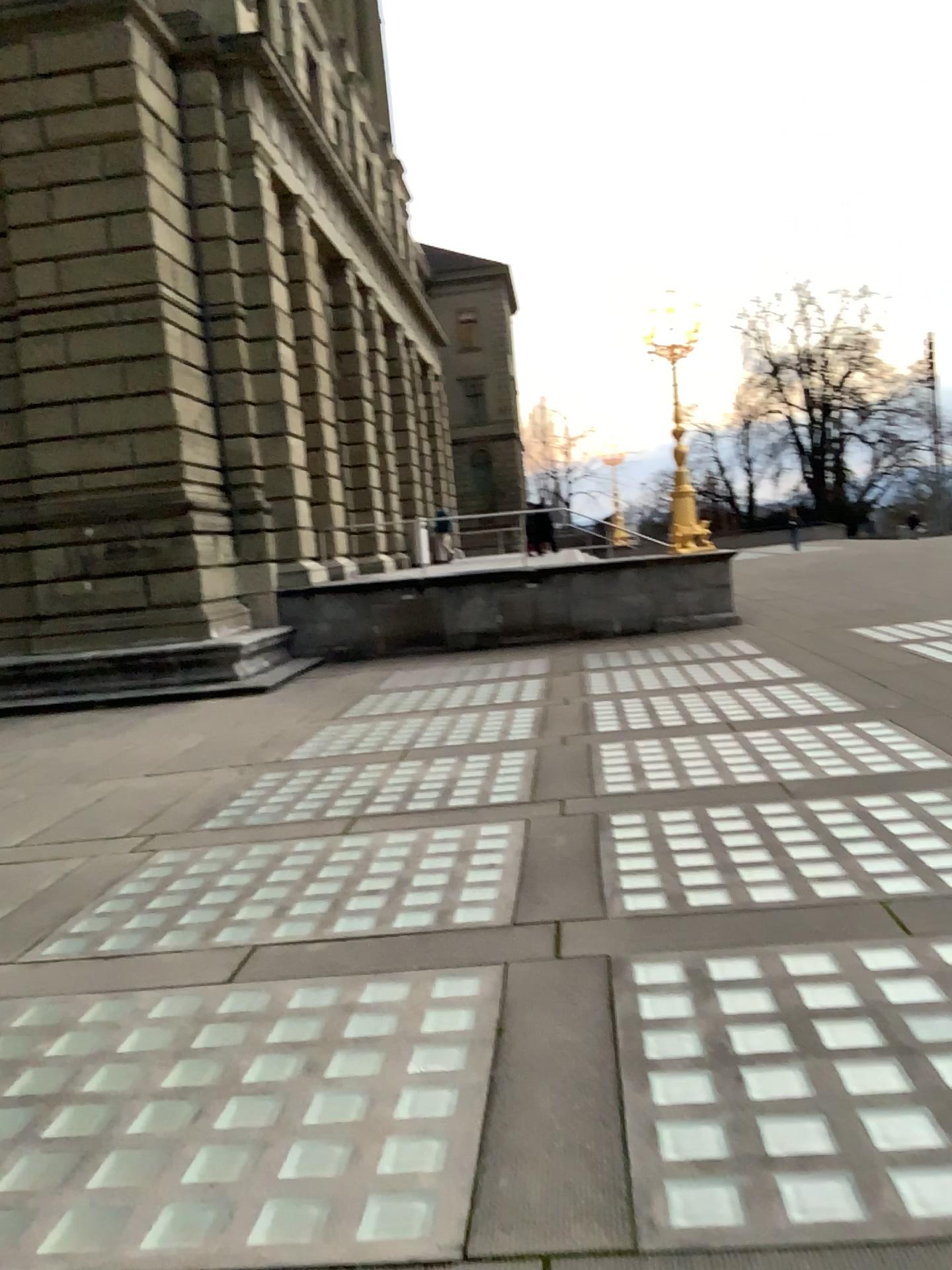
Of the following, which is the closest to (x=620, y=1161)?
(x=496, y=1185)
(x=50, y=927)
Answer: (x=496, y=1185)
